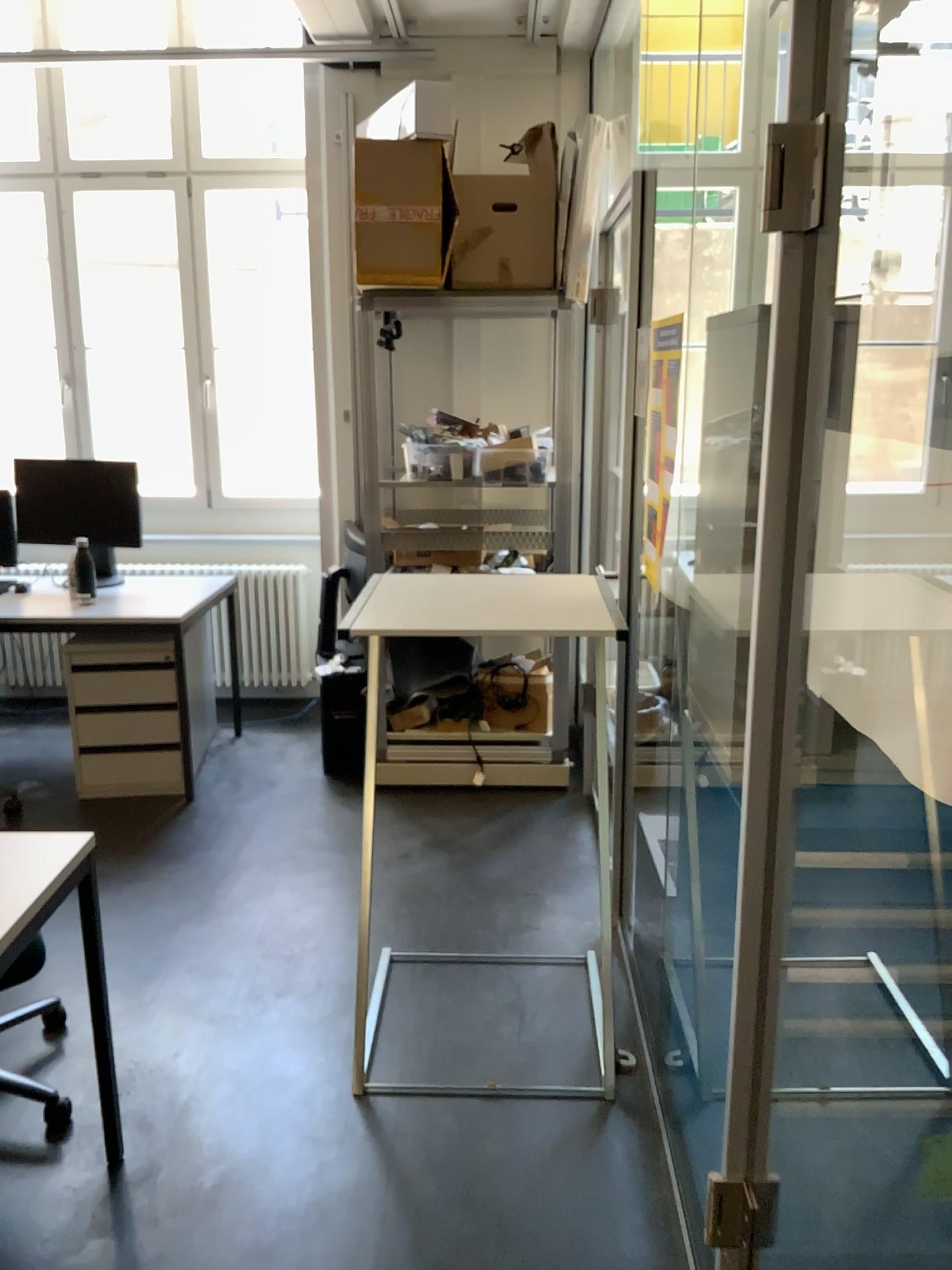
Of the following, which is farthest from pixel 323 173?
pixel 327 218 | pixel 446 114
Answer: pixel 446 114

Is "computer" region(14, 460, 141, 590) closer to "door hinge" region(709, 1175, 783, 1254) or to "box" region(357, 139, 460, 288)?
"box" region(357, 139, 460, 288)

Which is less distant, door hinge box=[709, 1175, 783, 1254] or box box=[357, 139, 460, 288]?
door hinge box=[709, 1175, 783, 1254]

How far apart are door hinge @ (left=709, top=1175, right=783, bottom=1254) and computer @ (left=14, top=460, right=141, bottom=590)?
3.6m

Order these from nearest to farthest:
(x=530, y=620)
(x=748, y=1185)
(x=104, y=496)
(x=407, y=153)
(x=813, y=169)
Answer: (x=813, y=169)
(x=748, y=1185)
(x=530, y=620)
(x=407, y=153)
(x=104, y=496)

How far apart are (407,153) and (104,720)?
2.34m

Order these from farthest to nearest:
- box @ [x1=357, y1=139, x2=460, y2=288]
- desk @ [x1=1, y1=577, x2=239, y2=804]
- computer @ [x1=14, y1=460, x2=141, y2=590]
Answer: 1. computer @ [x1=14, y1=460, x2=141, y2=590]
2. desk @ [x1=1, y1=577, x2=239, y2=804]
3. box @ [x1=357, y1=139, x2=460, y2=288]

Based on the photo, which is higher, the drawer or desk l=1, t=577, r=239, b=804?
desk l=1, t=577, r=239, b=804

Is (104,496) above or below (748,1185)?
above

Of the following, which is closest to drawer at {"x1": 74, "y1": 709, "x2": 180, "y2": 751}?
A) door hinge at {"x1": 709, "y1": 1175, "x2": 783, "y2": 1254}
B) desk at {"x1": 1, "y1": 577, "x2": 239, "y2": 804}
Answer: desk at {"x1": 1, "y1": 577, "x2": 239, "y2": 804}
